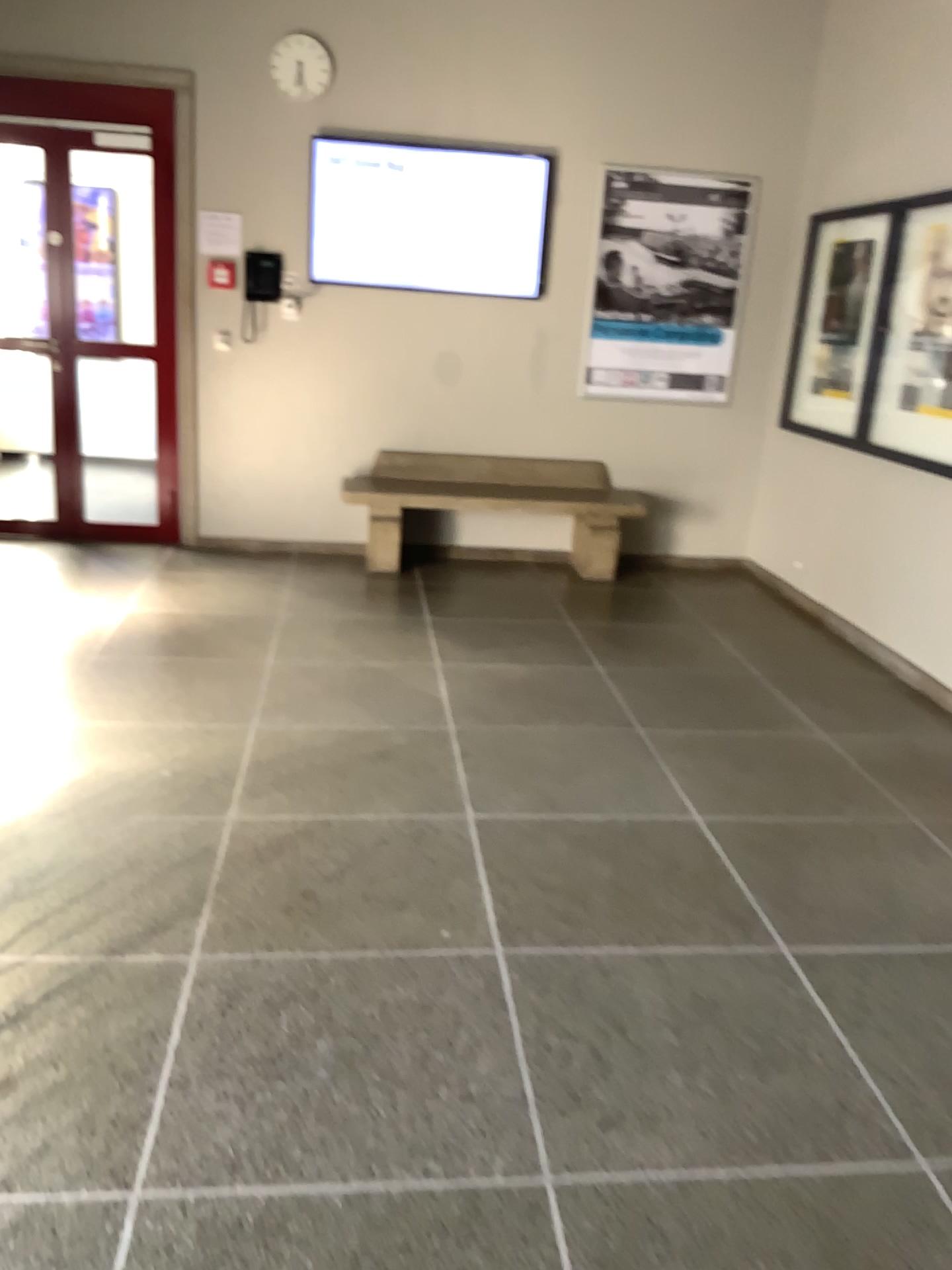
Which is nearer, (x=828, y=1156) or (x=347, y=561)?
(x=828, y=1156)
